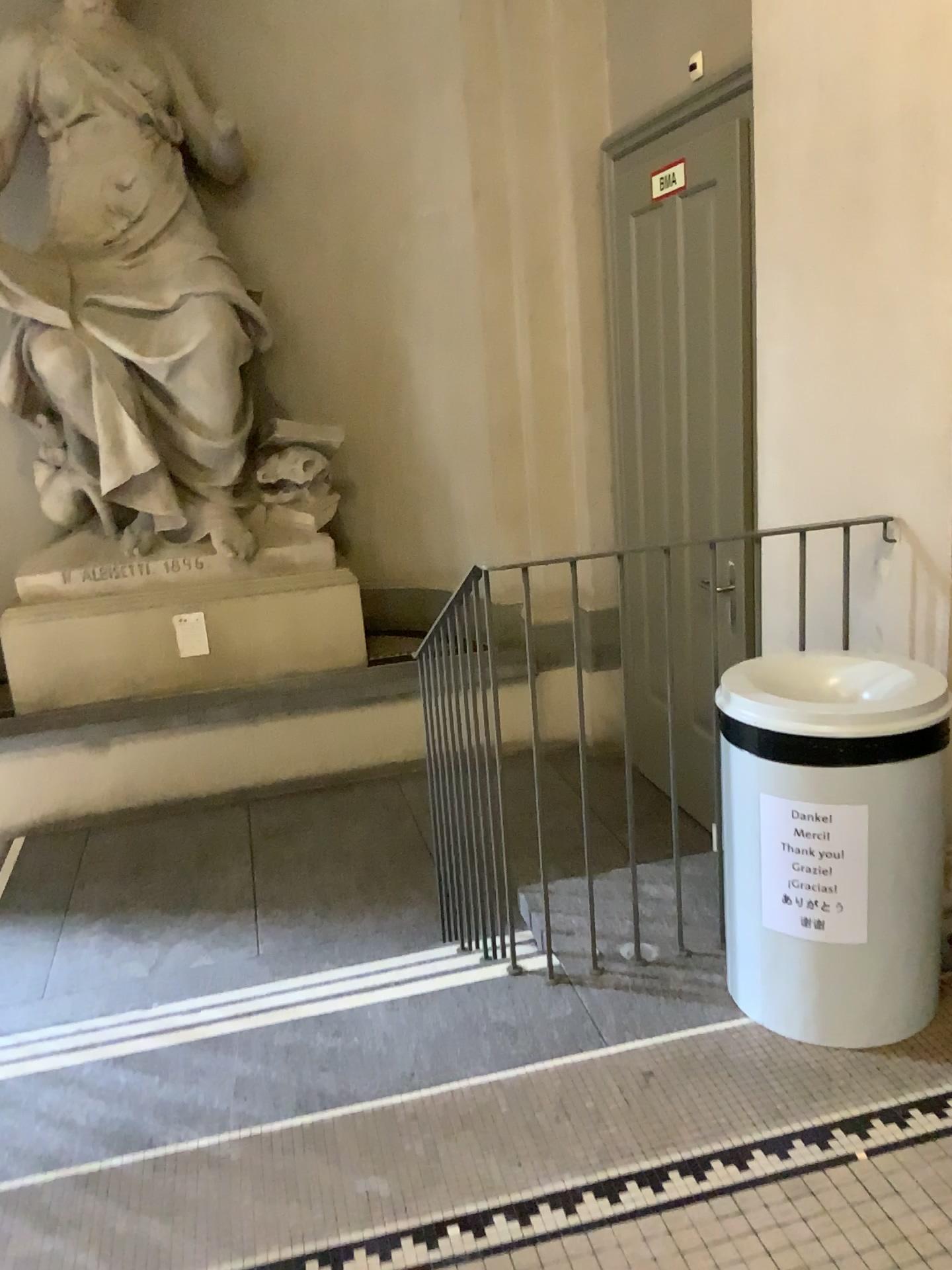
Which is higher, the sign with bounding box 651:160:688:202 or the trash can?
the sign with bounding box 651:160:688:202

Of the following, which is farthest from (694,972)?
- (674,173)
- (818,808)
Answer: (674,173)

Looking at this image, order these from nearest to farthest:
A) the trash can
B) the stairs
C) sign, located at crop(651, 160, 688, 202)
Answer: the trash can < the stairs < sign, located at crop(651, 160, 688, 202)

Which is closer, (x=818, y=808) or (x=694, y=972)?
(x=818, y=808)

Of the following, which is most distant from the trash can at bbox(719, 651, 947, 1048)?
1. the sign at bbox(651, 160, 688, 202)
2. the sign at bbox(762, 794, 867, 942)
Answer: the sign at bbox(651, 160, 688, 202)

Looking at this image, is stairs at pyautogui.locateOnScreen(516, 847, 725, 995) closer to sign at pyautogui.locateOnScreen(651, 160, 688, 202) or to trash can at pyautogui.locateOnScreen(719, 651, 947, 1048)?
trash can at pyautogui.locateOnScreen(719, 651, 947, 1048)

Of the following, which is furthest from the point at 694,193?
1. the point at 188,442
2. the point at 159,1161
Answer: the point at 159,1161

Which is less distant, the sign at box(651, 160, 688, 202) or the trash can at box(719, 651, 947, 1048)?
the trash can at box(719, 651, 947, 1048)

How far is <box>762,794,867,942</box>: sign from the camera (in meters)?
2.05

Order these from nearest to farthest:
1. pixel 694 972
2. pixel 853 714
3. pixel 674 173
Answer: pixel 853 714 < pixel 694 972 < pixel 674 173
